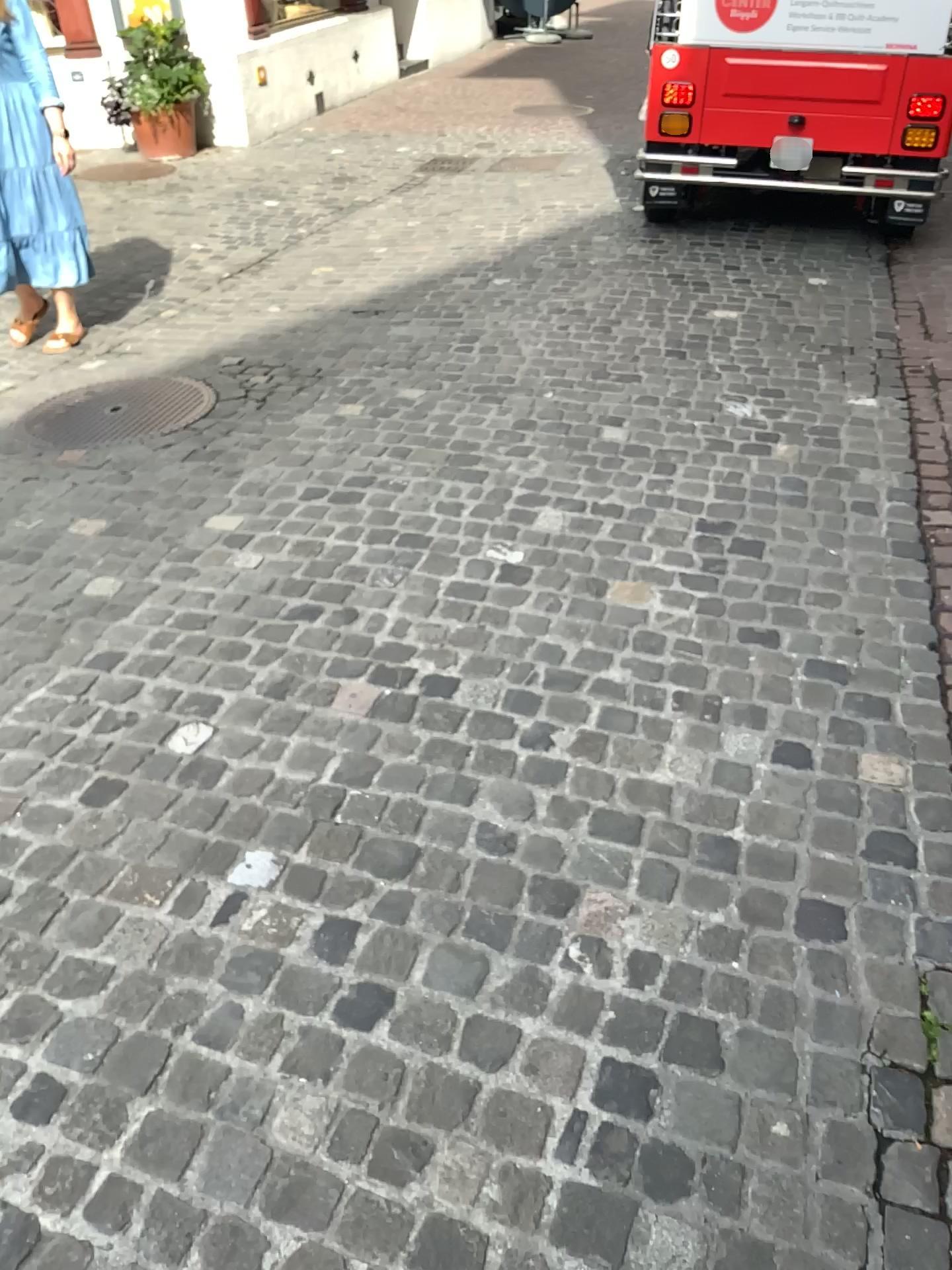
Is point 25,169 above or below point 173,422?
above

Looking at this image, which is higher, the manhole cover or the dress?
the dress

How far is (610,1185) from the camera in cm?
148

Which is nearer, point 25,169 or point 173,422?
point 173,422

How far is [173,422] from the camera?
3.9m

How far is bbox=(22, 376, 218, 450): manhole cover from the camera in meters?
3.9

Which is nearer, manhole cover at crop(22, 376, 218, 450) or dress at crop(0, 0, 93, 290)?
manhole cover at crop(22, 376, 218, 450)
